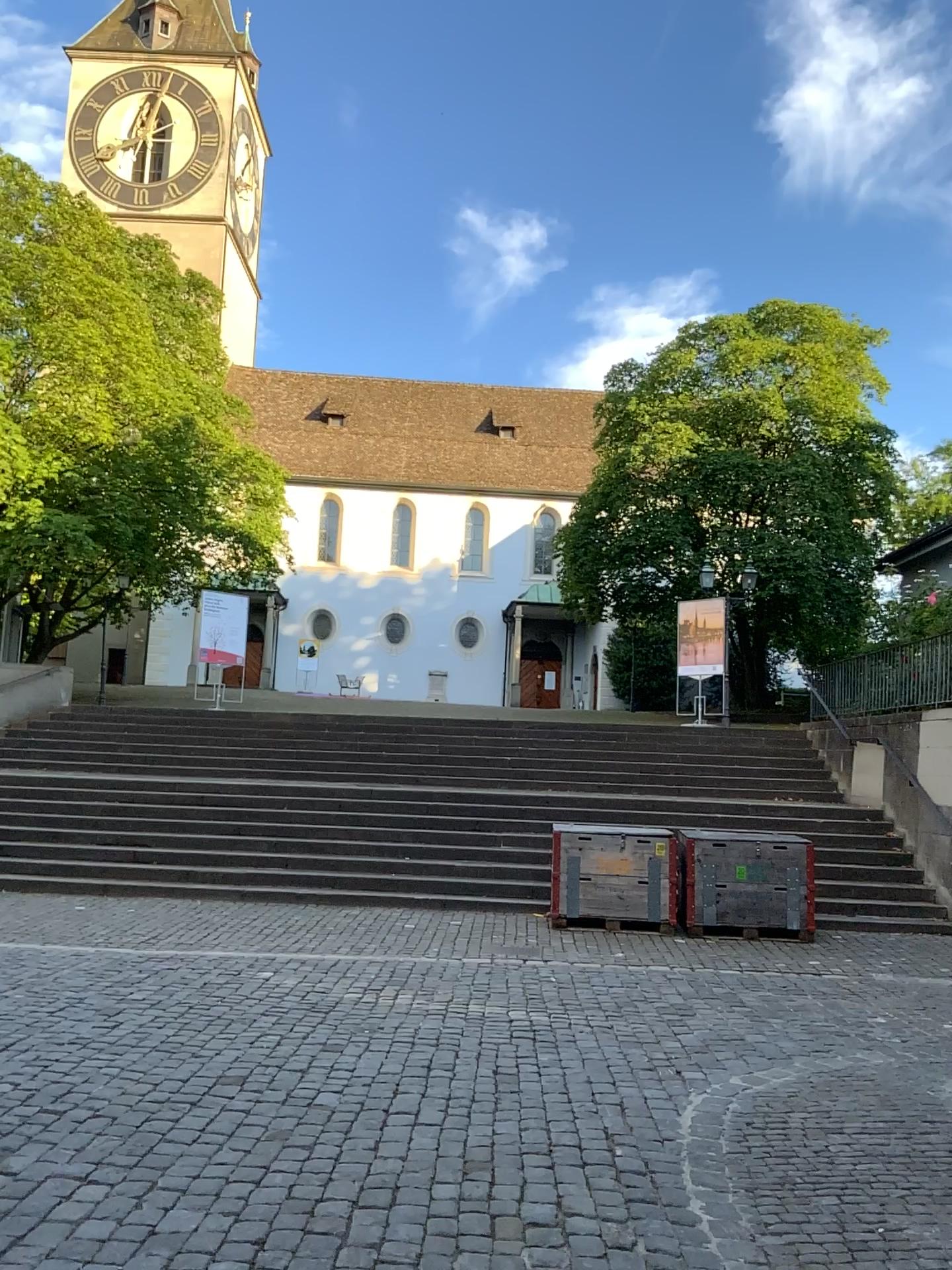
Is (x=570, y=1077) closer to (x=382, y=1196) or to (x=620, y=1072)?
(x=620, y=1072)
